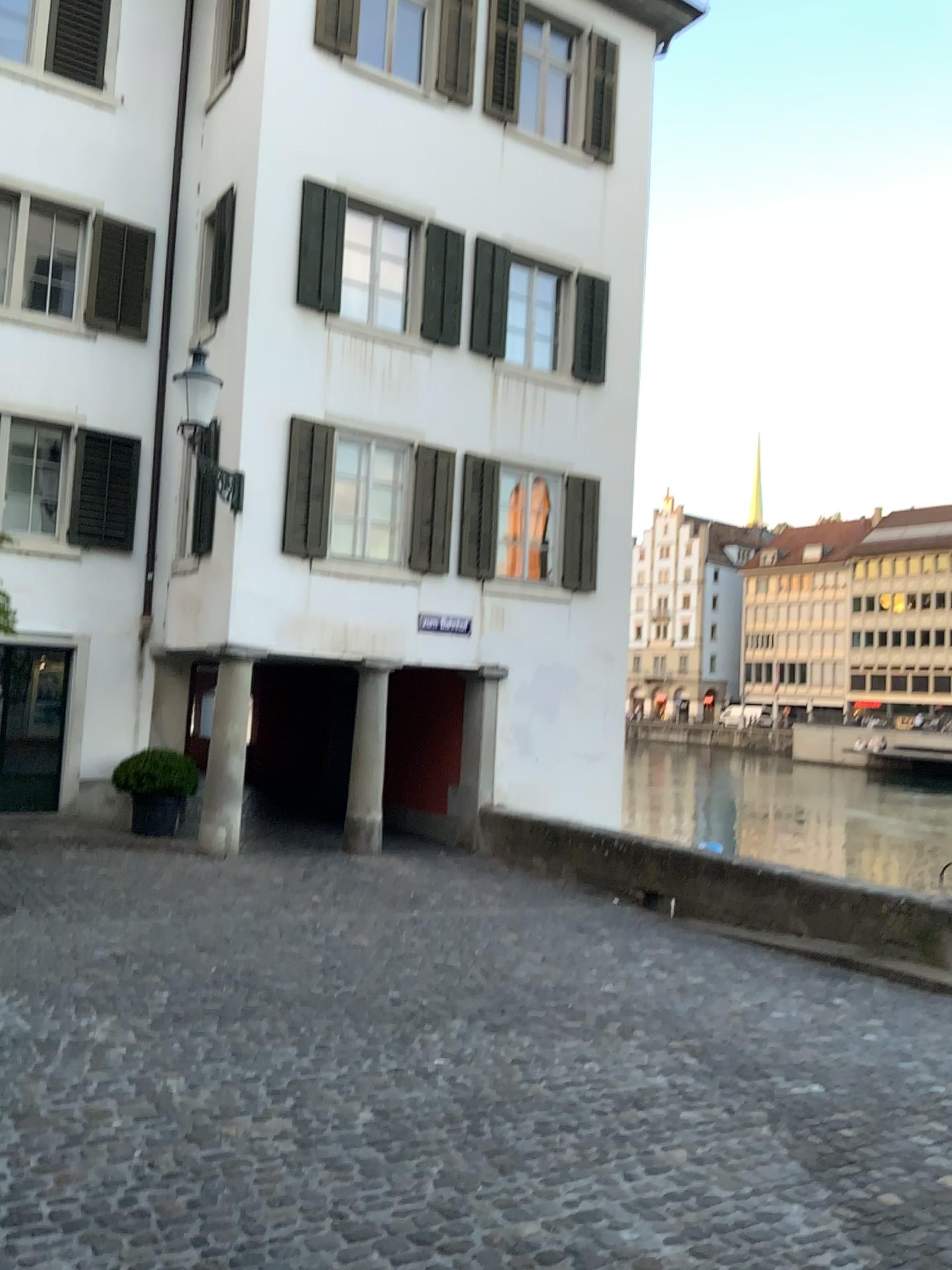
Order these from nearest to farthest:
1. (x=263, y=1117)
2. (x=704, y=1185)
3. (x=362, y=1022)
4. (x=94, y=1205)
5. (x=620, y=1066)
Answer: (x=94, y=1205) → (x=704, y=1185) → (x=263, y=1117) → (x=620, y=1066) → (x=362, y=1022)
